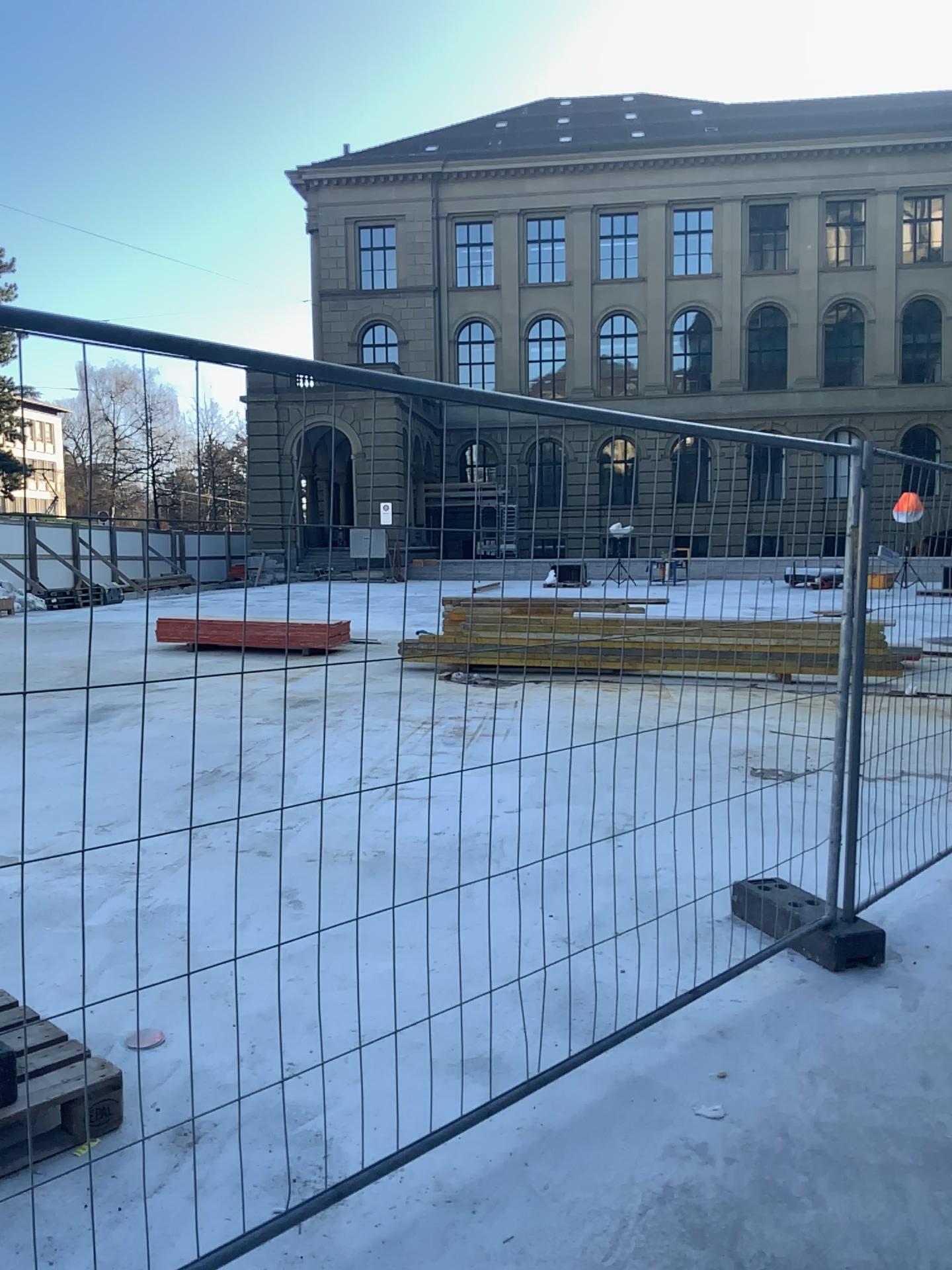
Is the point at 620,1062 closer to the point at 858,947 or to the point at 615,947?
the point at 615,947
